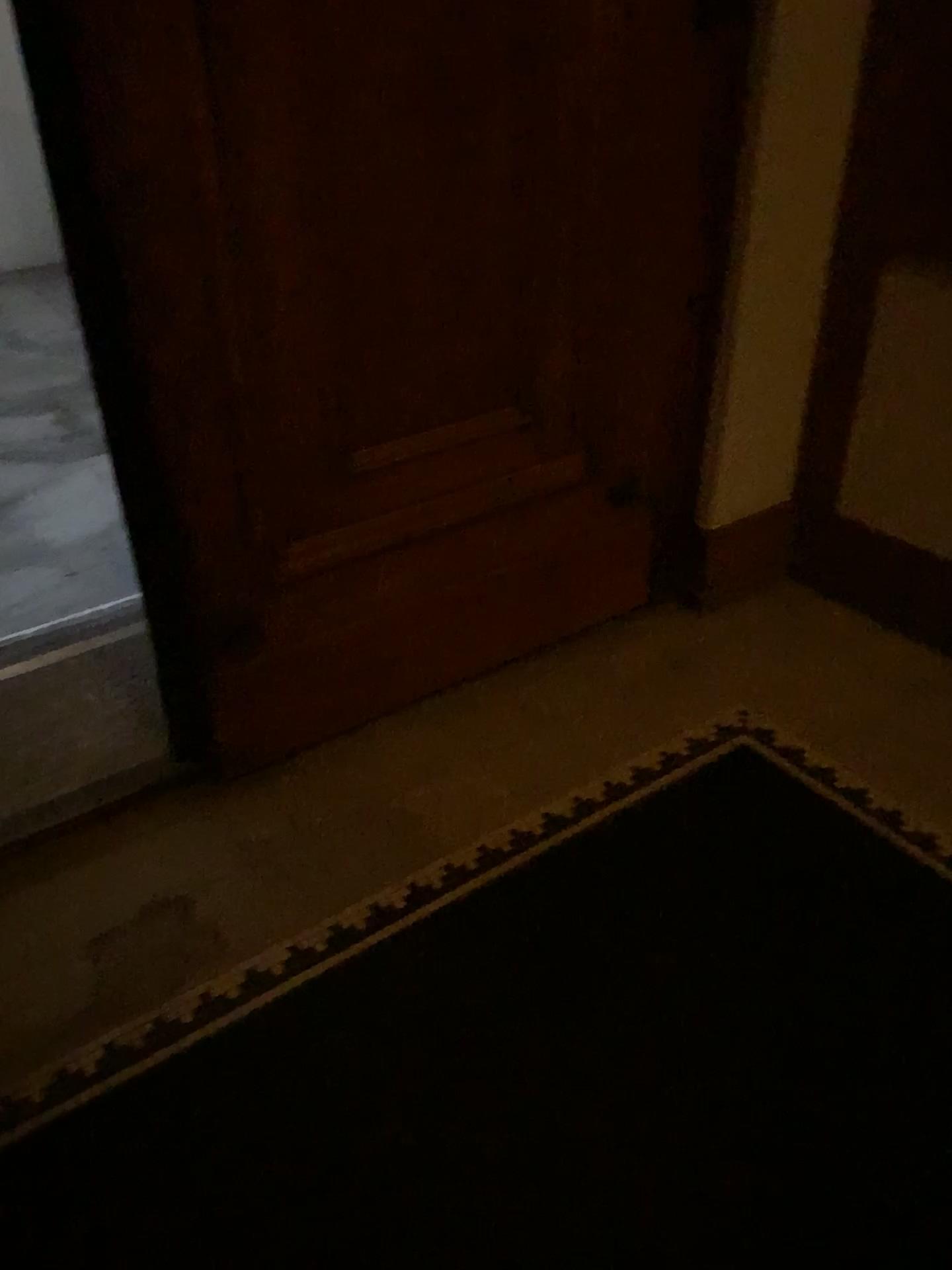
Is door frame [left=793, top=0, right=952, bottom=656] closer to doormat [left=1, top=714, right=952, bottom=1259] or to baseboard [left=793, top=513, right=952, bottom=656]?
baseboard [left=793, top=513, right=952, bottom=656]

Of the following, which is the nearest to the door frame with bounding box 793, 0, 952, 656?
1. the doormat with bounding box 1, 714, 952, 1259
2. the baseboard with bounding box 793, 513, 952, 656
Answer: the baseboard with bounding box 793, 513, 952, 656

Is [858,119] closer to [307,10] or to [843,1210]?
[307,10]

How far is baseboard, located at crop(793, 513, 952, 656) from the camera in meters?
2.6 m

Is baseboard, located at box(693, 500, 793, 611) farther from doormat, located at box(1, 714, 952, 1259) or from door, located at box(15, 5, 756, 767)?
doormat, located at box(1, 714, 952, 1259)

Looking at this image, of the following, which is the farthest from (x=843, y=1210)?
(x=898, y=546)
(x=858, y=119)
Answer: (x=858, y=119)

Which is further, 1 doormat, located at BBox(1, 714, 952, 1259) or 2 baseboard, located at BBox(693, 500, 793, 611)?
2 baseboard, located at BBox(693, 500, 793, 611)

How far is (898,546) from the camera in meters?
2.6

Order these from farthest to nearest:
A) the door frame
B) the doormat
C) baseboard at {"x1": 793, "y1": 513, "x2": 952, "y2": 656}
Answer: baseboard at {"x1": 793, "y1": 513, "x2": 952, "y2": 656}, the door frame, the doormat

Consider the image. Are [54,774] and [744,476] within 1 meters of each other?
no
